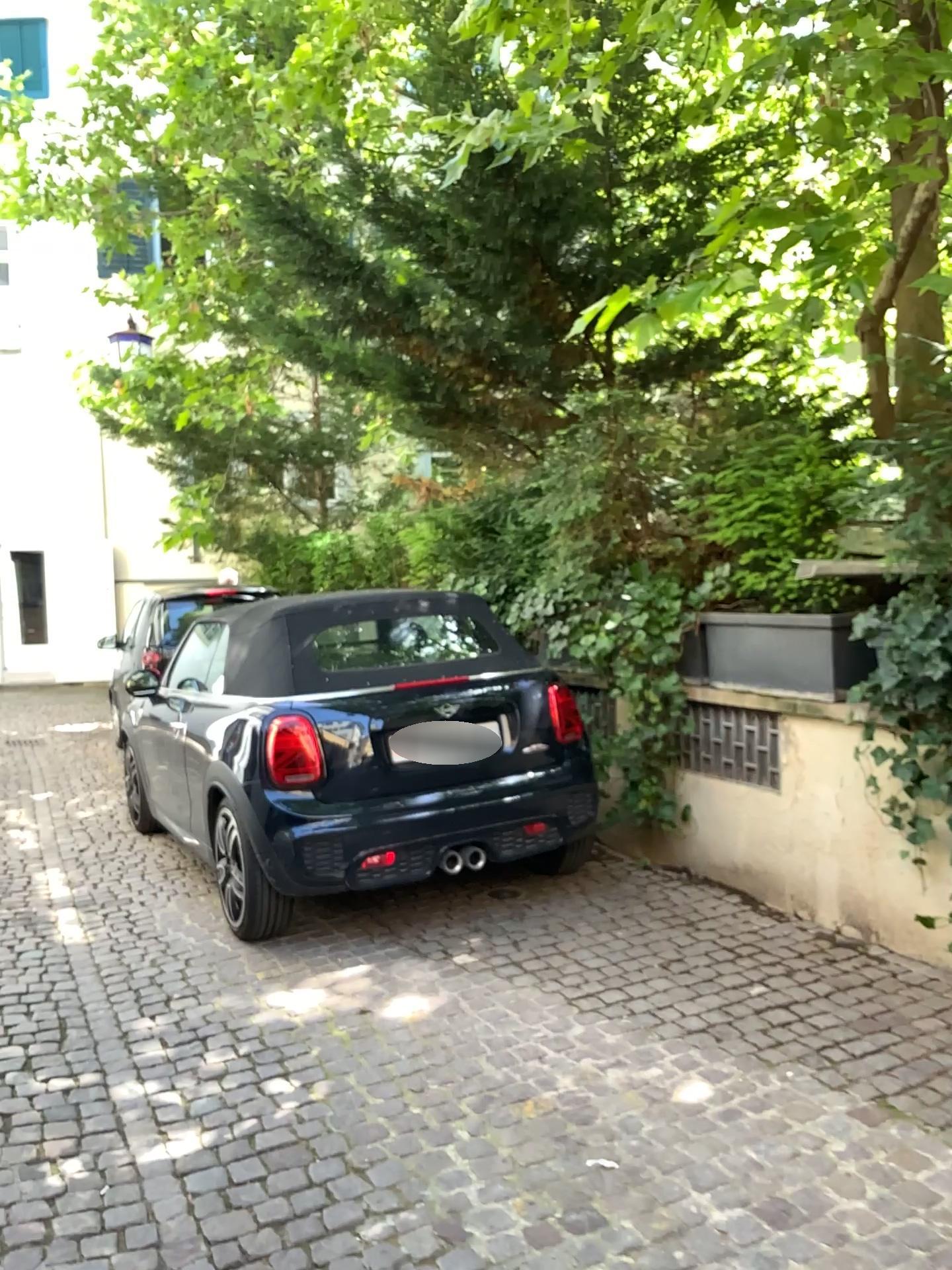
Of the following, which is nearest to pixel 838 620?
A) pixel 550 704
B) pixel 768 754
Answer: pixel 768 754

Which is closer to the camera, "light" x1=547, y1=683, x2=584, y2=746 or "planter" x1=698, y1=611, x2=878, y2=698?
"planter" x1=698, y1=611, x2=878, y2=698

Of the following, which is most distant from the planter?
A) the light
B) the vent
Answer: the light

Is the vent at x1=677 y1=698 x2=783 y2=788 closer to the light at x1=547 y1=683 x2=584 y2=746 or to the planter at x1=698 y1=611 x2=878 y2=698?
the planter at x1=698 y1=611 x2=878 y2=698

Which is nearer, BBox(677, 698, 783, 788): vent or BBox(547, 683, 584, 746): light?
BBox(677, 698, 783, 788): vent

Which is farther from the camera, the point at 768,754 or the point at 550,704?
the point at 550,704

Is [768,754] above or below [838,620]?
below

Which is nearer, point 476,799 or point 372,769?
point 372,769
